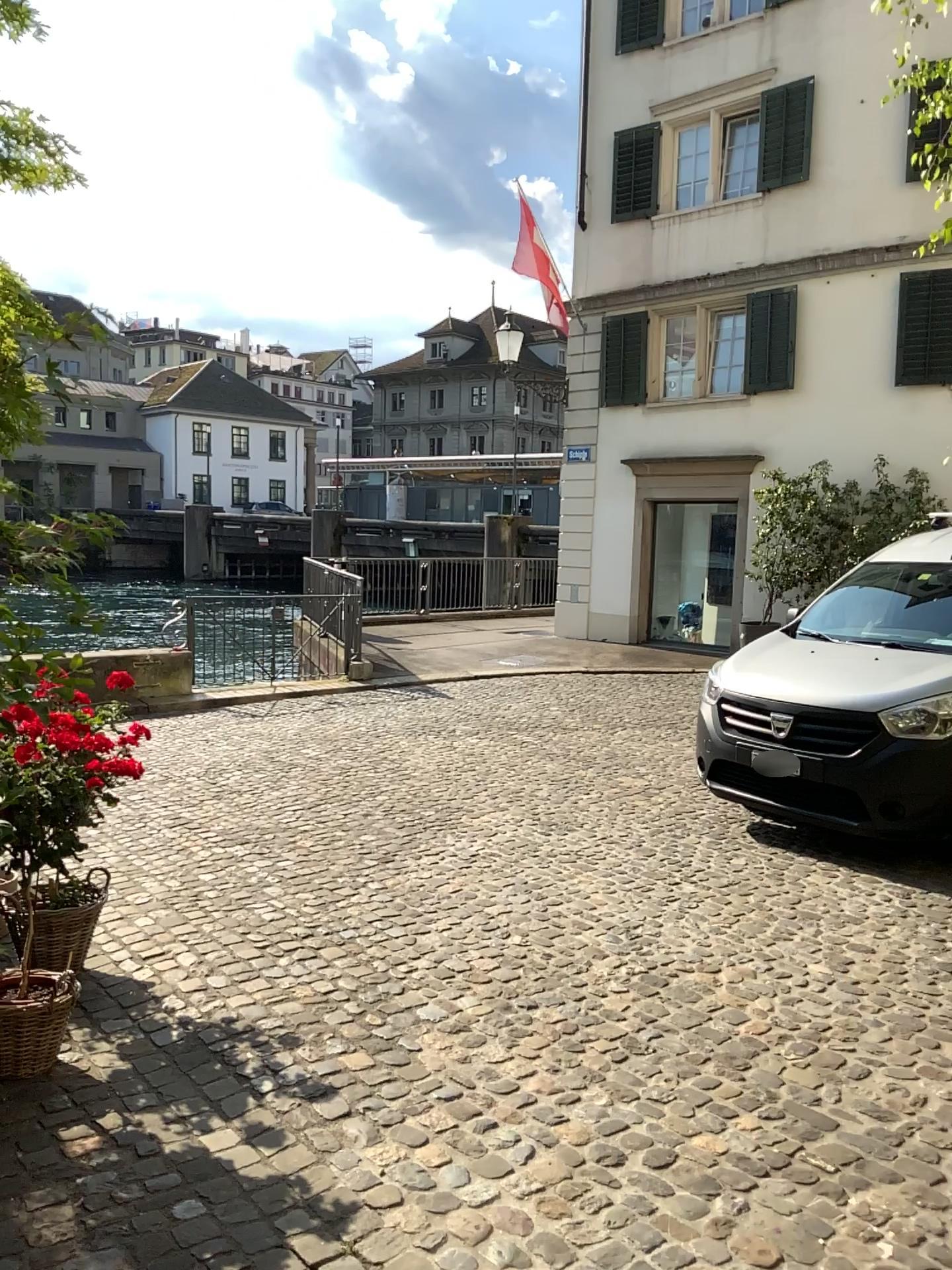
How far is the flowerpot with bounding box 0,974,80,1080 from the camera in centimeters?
307cm

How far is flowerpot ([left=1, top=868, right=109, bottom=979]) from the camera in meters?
3.2

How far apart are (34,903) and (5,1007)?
0.3m

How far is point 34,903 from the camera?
3.2 meters

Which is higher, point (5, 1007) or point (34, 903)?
point (34, 903)

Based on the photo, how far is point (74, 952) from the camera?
3.3 meters
